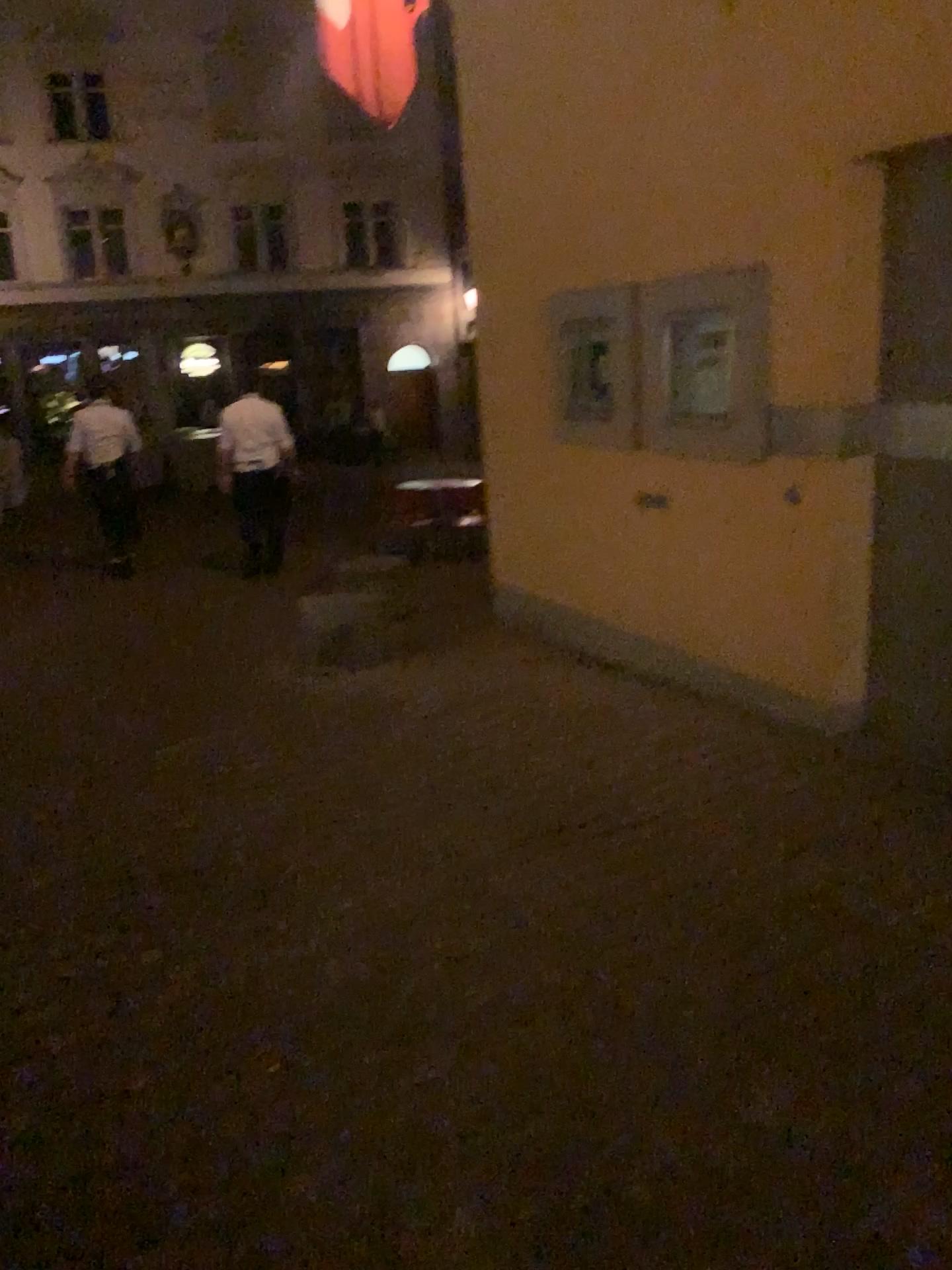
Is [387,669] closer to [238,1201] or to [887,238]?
[887,238]
